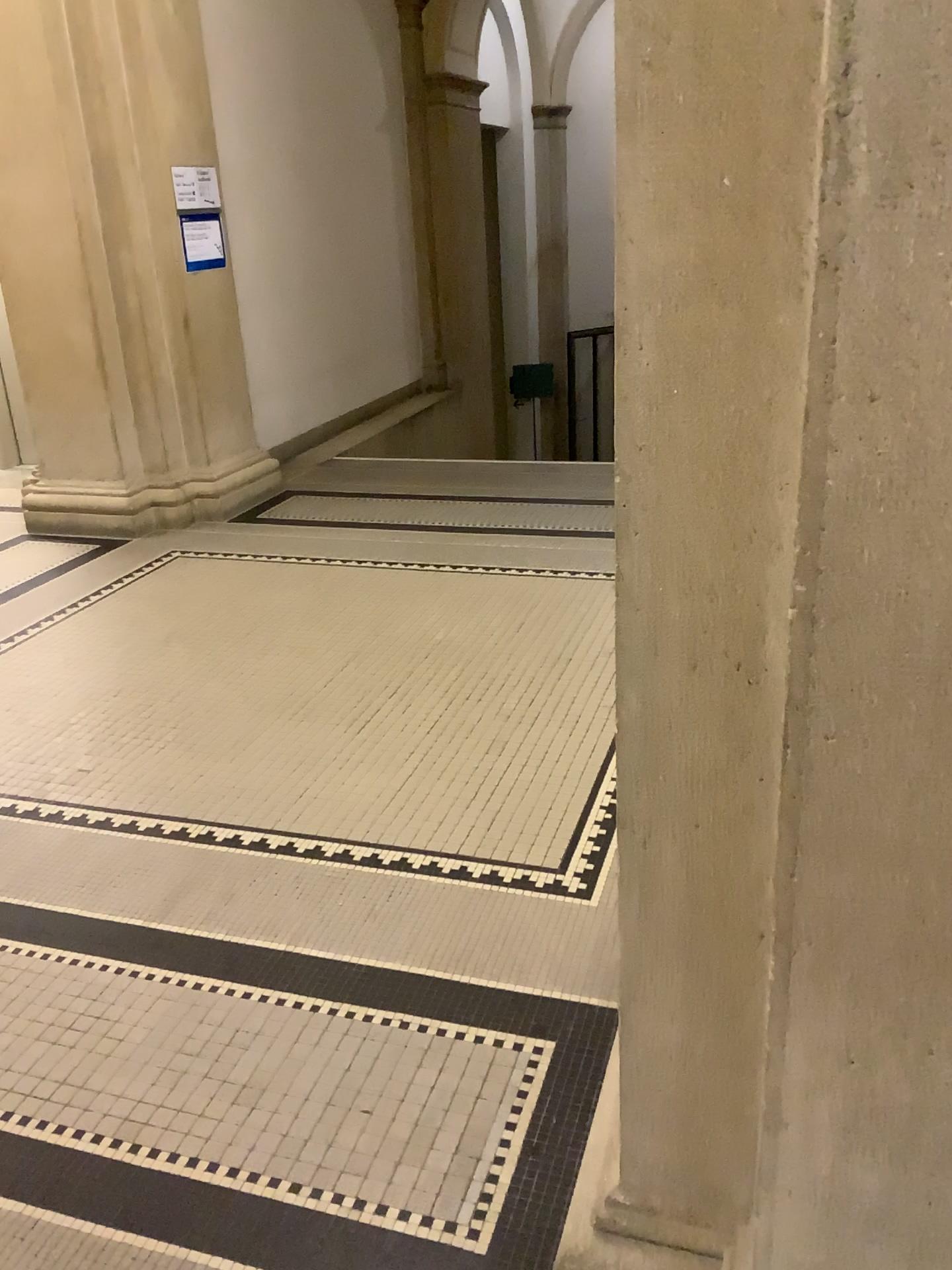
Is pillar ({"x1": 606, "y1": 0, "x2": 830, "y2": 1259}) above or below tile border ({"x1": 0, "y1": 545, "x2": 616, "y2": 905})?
above

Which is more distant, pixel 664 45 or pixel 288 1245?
pixel 288 1245

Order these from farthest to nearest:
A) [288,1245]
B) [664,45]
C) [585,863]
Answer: [585,863]
[288,1245]
[664,45]

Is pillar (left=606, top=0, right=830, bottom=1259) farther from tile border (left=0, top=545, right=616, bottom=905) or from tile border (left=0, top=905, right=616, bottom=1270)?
tile border (left=0, top=545, right=616, bottom=905)

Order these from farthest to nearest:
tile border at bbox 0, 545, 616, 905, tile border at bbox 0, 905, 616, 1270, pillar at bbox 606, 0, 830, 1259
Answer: tile border at bbox 0, 545, 616, 905
tile border at bbox 0, 905, 616, 1270
pillar at bbox 606, 0, 830, 1259

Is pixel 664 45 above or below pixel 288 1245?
above

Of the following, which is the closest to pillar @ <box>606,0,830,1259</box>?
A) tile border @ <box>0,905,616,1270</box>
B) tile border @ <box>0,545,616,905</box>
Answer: tile border @ <box>0,905,616,1270</box>

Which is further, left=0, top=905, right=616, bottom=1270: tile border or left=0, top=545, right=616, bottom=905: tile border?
left=0, top=545, right=616, bottom=905: tile border

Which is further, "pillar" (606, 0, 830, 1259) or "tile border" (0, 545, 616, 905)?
"tile border" (0, 545, 616, 905)

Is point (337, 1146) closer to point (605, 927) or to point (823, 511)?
point (605, 927)
